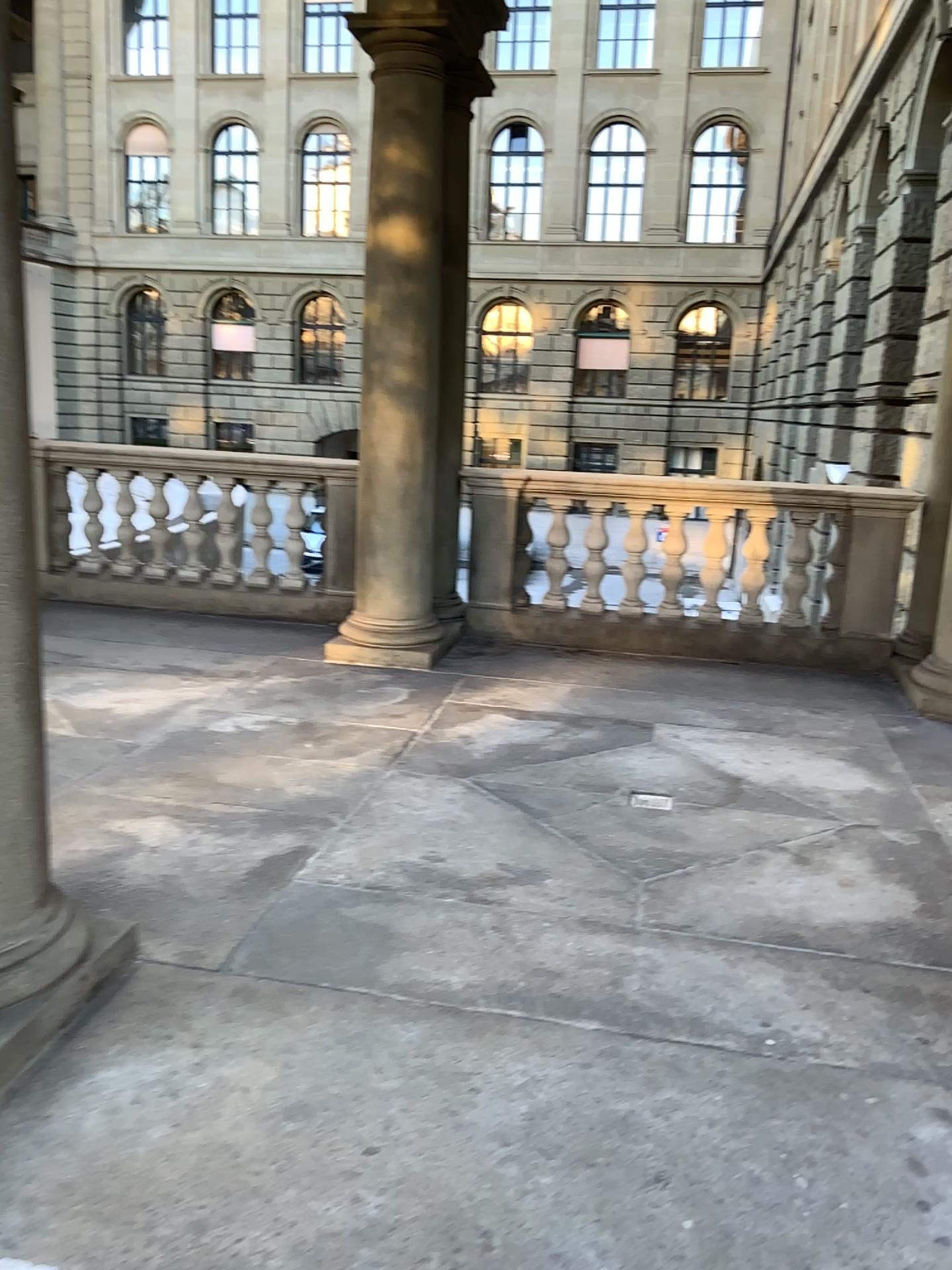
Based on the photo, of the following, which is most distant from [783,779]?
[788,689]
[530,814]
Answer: [788,689]
